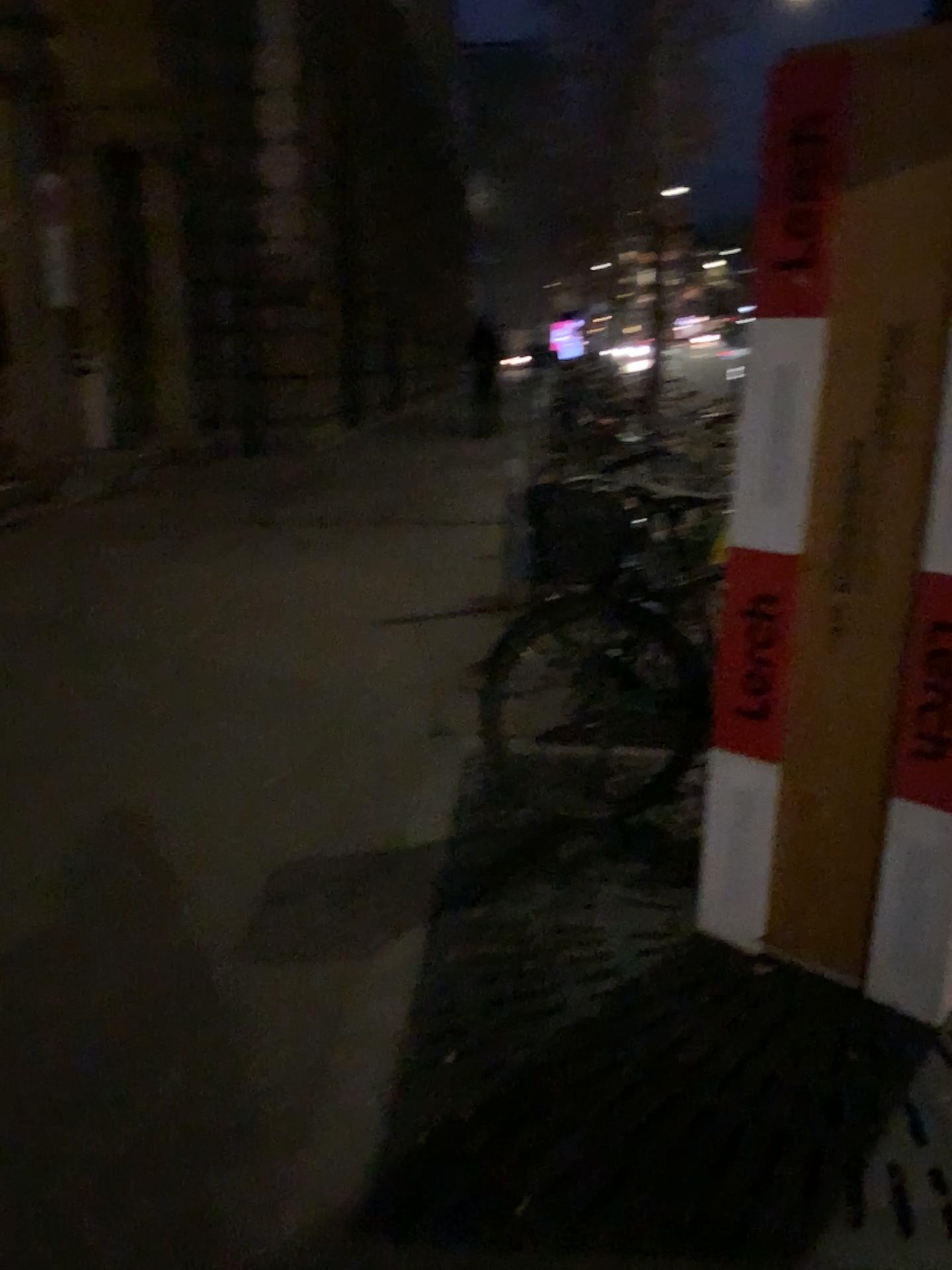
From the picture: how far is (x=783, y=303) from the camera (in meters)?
2.22

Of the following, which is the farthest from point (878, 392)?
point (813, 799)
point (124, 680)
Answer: point (124, 680)

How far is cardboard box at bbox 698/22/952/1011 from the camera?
2.22m
